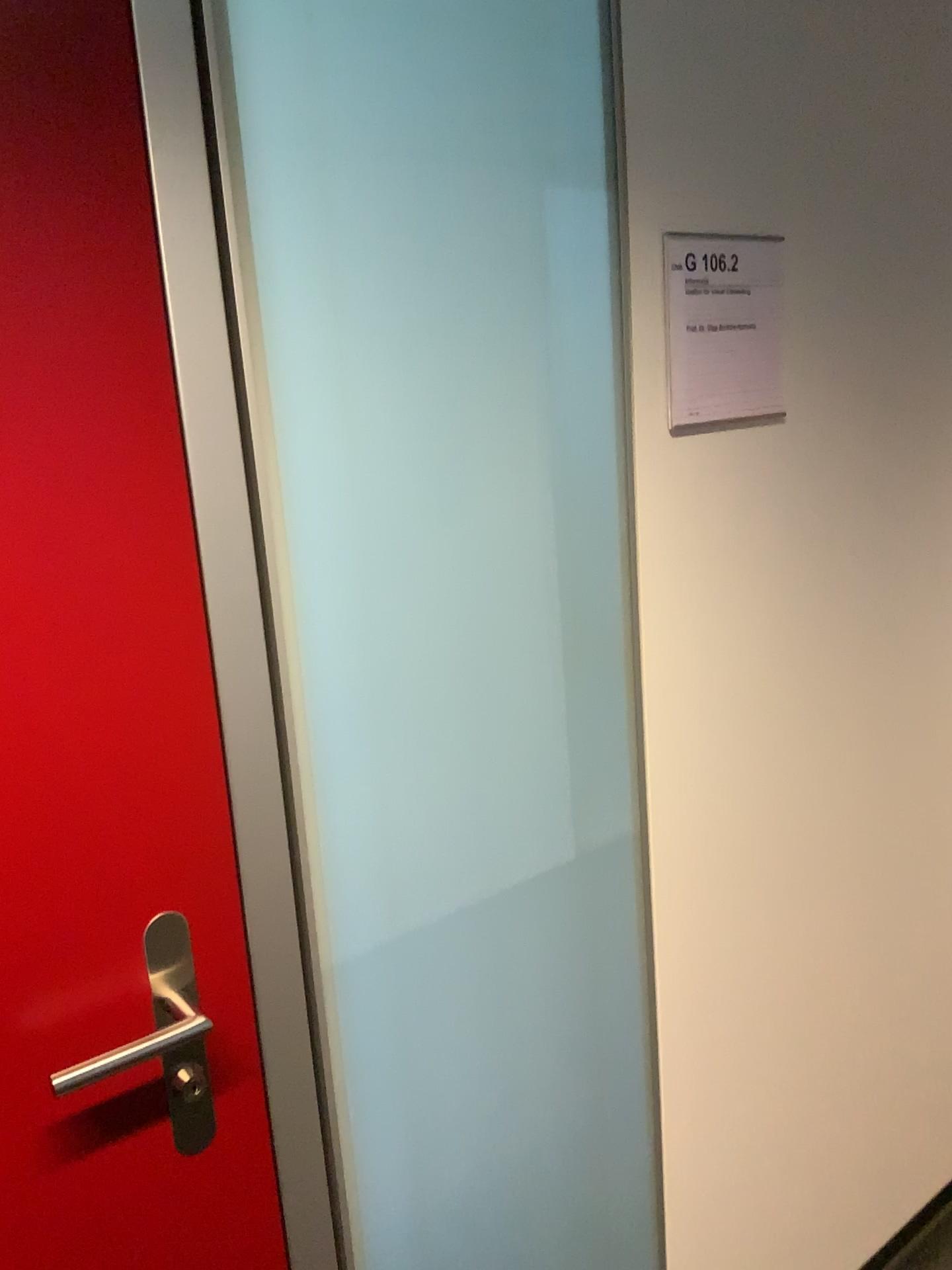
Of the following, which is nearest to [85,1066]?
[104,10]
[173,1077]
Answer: [173,1077]

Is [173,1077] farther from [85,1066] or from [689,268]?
[689,268]

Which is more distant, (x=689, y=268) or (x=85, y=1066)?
(x=689, y=268)

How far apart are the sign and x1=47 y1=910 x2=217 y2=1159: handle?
0.8m

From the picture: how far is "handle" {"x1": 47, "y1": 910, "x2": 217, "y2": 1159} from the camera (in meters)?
0.91

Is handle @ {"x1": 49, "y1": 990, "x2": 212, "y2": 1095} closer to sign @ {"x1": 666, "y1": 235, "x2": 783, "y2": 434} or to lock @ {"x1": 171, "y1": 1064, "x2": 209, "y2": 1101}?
lock @ {"x1": 171, "y1": 1064, "x2": 209, "y2": 1101}

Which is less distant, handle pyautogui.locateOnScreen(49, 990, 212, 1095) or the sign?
handle pyautogui.locateOnScreen(49, 990, 212, 1095)

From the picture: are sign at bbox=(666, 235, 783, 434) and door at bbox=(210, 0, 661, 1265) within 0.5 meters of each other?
yes

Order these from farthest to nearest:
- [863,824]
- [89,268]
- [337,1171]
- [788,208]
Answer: [863,824], [788,208], [337,1171], [89,268]

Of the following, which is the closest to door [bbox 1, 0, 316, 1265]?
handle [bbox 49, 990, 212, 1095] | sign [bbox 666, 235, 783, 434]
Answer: handle [bbox 49, 990, 212, 1095]
